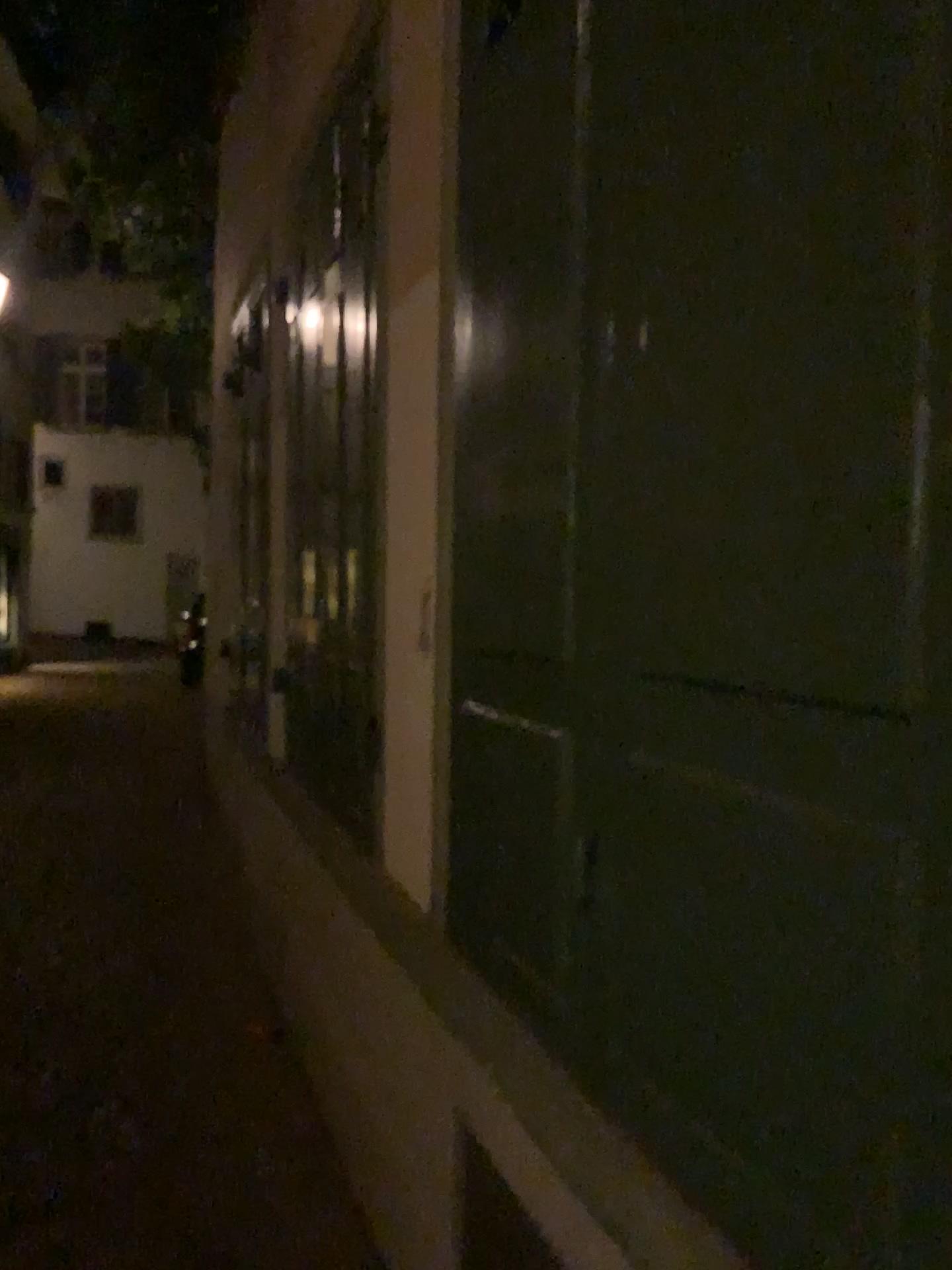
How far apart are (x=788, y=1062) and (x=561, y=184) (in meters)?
1.20
